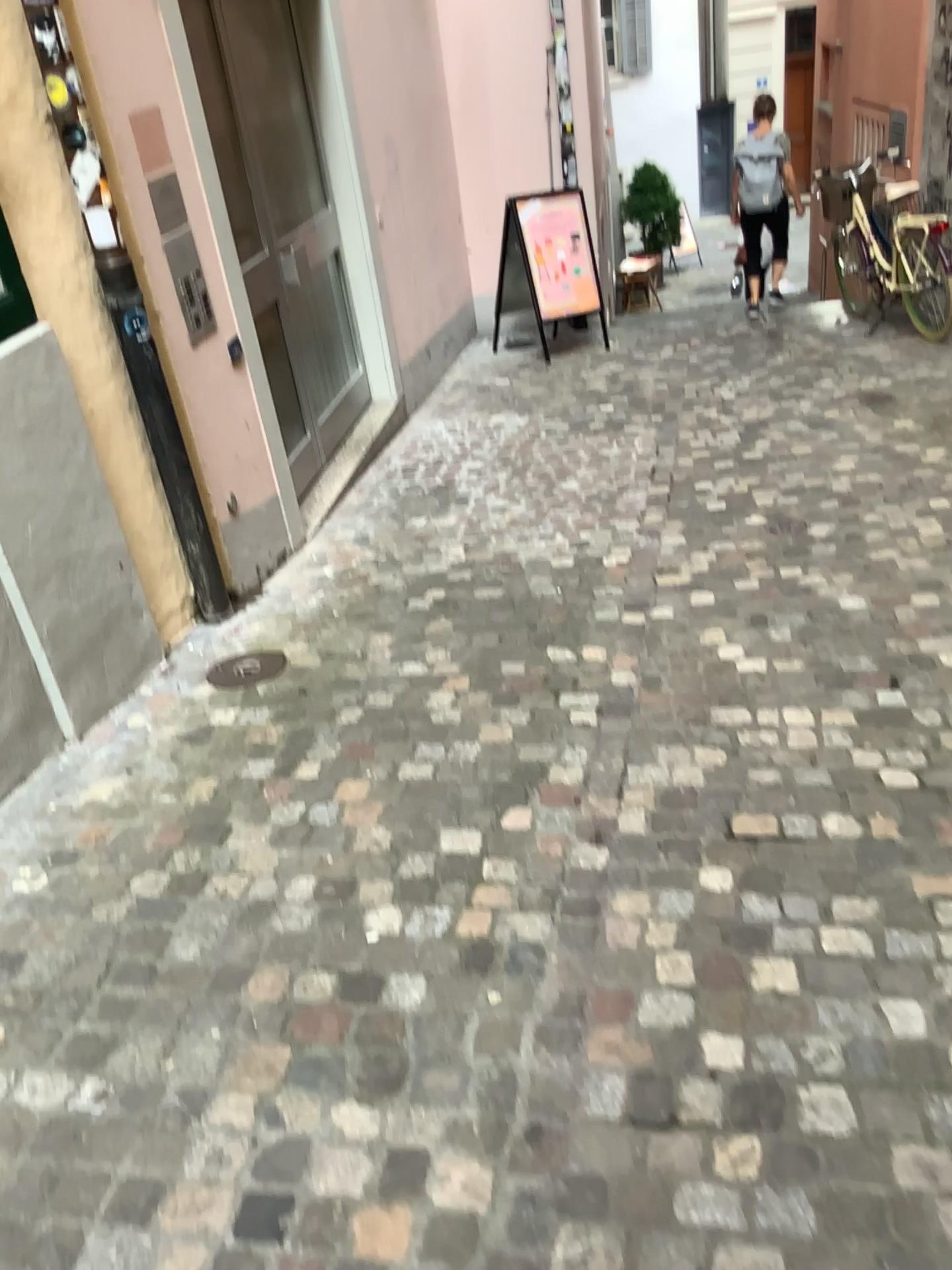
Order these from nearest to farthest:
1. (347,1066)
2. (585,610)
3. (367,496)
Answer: (347,1066), (585,610), (367,496)
